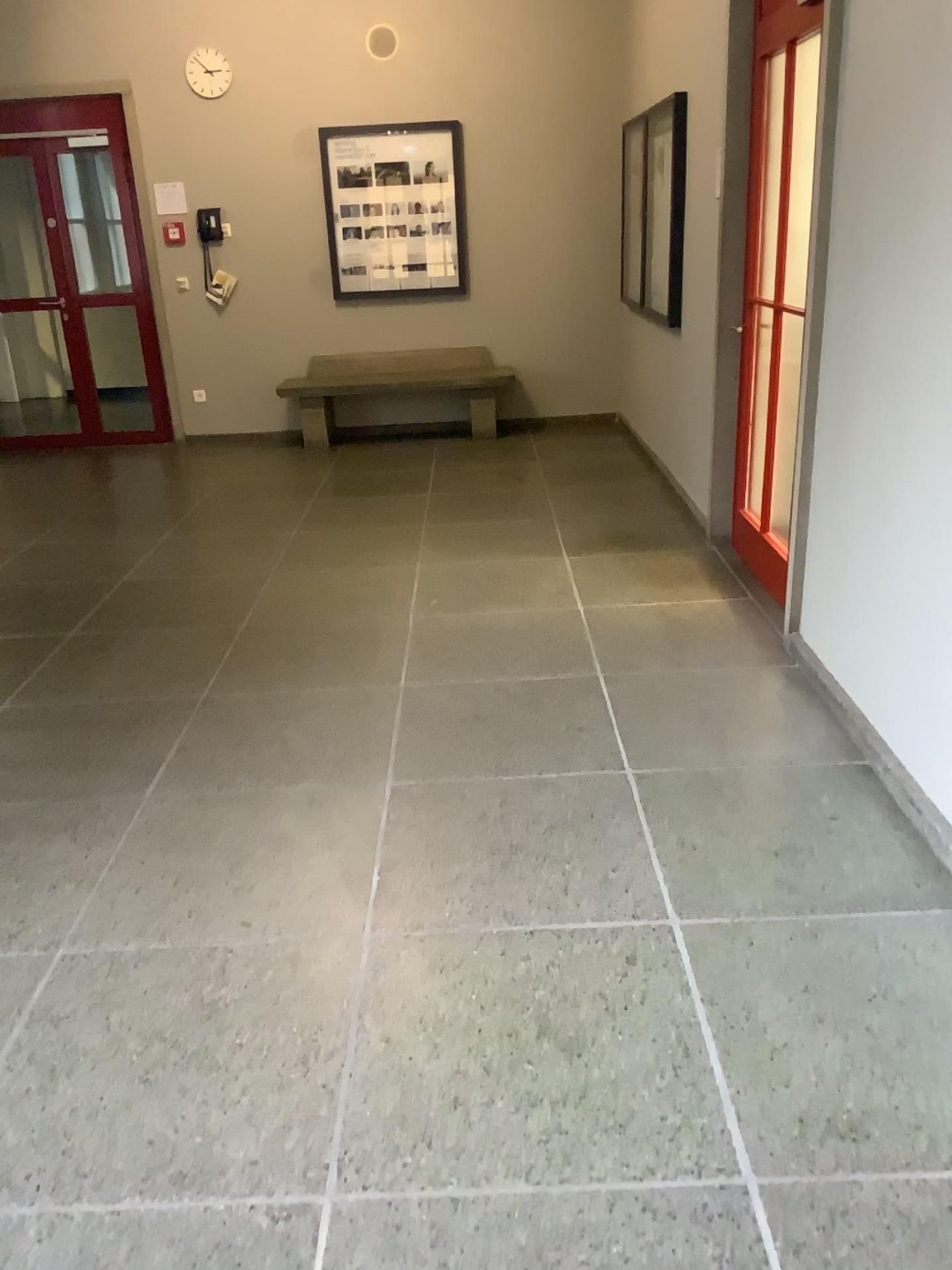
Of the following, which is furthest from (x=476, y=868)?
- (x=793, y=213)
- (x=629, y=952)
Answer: (x=793, y=213)
